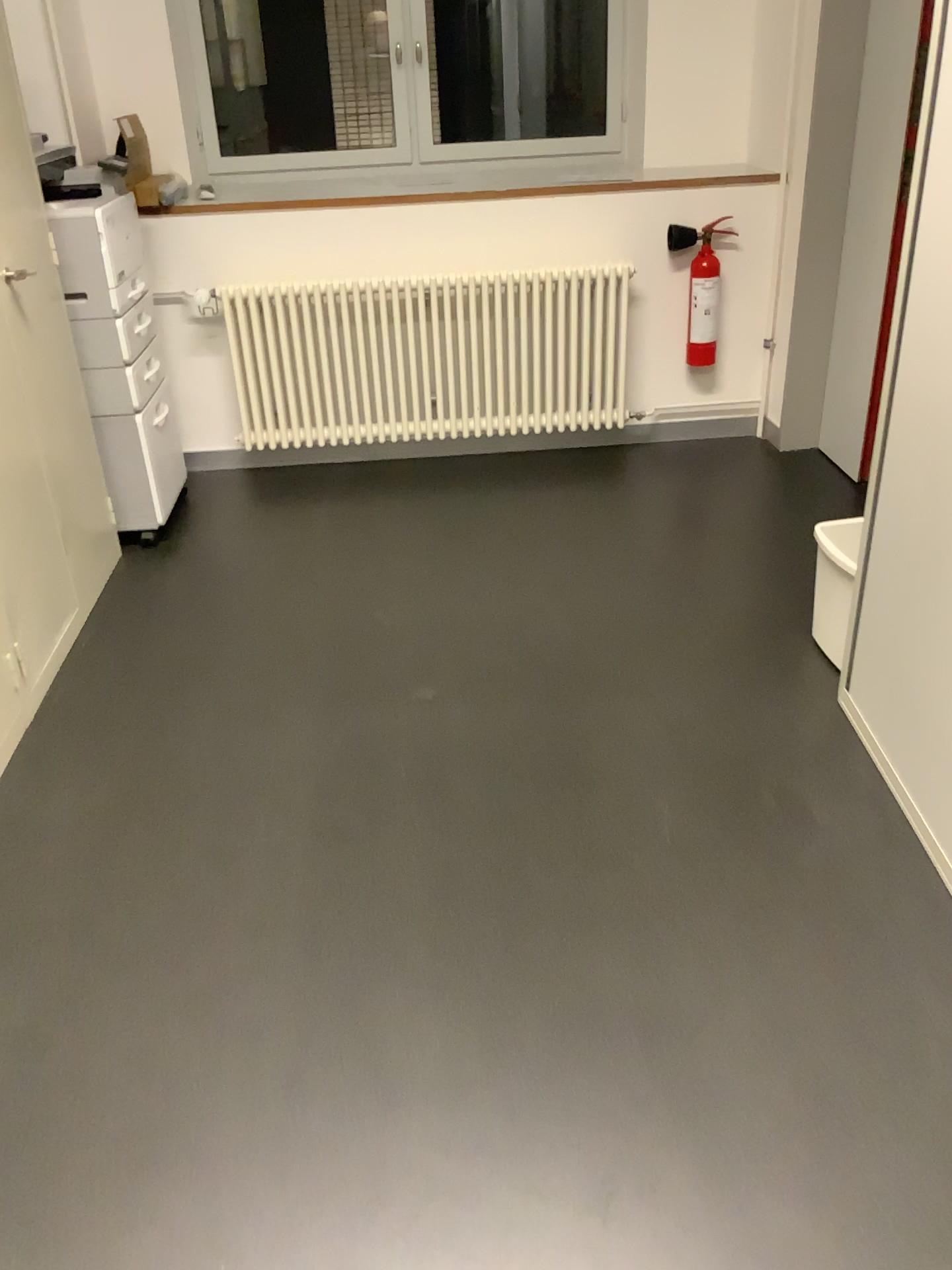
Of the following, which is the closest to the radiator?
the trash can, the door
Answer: the door

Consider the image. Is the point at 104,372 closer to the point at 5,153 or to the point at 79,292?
the point at 79,292

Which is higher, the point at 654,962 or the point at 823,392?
the point at 823,392

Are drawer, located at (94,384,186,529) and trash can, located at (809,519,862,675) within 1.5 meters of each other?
no

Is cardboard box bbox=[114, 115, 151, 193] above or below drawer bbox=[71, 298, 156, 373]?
above

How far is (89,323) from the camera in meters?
3.1

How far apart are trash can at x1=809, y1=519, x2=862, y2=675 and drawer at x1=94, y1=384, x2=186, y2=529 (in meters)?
2.13

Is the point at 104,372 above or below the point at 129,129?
below

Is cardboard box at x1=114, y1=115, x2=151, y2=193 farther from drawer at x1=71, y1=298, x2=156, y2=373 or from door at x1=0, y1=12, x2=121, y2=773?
door at x1=0, y1=12, x2=121, y2=773

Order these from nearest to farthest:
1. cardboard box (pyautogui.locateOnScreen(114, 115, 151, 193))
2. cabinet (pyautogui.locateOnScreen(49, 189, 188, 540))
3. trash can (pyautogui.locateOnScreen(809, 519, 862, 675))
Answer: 1. trash can (pyautogui.locateOnScreen(809, 519, 862, 675))
2. cabinet (pyautogui.locateOnScreen(49, 189, 188, 540))
3. cardboard box (pyautogui.locateOnScreen(114, 115, 151, 193))
